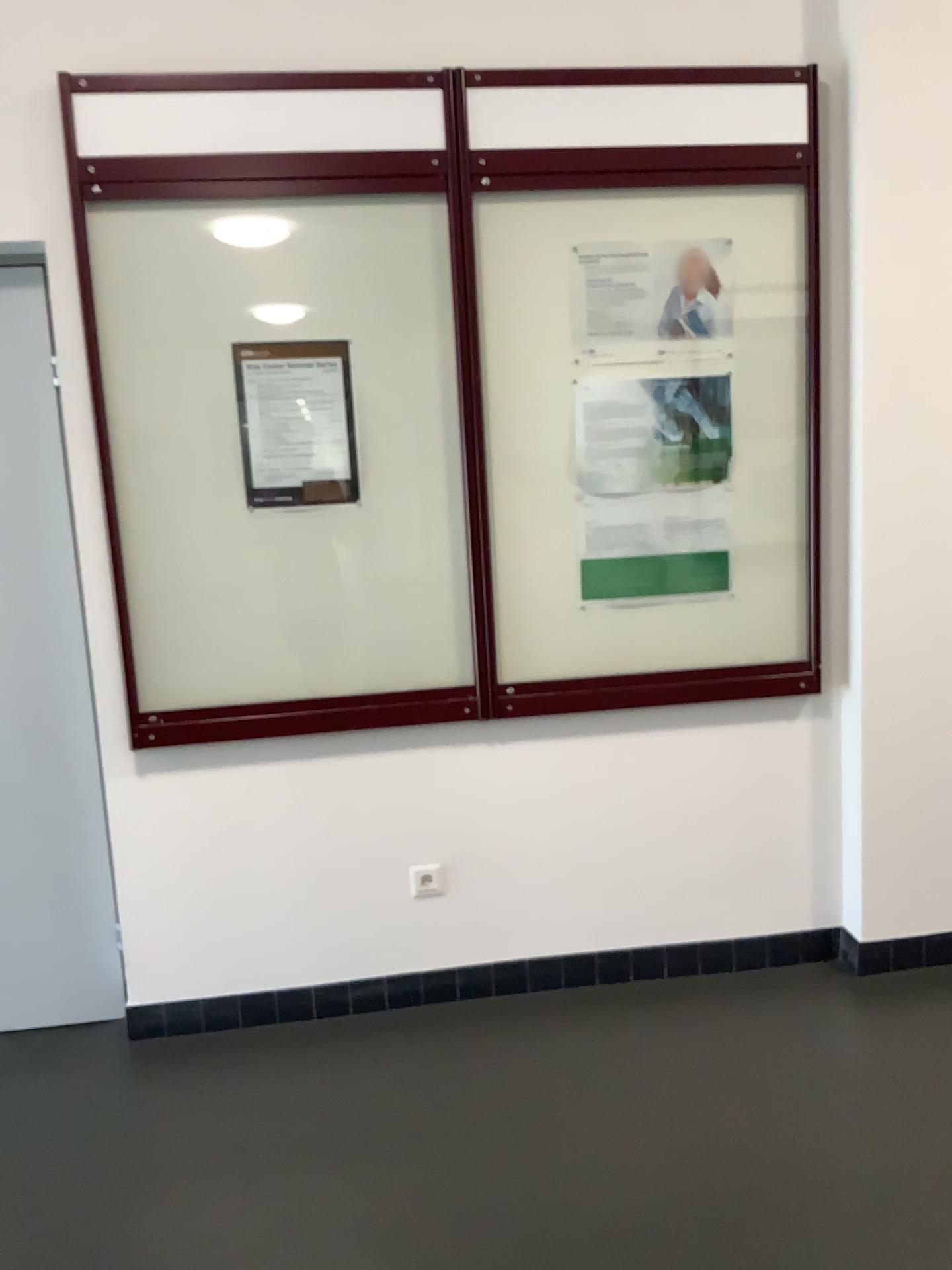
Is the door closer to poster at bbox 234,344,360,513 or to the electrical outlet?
poster at bbox 234,344,360,513

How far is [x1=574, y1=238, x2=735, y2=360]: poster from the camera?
2.70m

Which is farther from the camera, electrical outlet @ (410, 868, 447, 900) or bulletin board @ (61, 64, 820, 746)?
electrical outlet @ (410, 868, 447, 900)

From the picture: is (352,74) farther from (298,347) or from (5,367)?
(5,367)

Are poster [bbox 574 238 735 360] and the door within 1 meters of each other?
no

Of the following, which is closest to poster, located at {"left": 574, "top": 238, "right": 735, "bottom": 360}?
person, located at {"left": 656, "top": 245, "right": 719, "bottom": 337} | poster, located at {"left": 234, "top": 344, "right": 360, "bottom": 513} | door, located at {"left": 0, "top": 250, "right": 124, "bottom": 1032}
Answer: person, located at {"left": 656, "top": 245, "right": 719, "bottom": 337}

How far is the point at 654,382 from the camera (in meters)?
2.75

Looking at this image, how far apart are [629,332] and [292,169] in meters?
0.9 m

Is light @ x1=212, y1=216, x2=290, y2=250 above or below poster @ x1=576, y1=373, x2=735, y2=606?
above

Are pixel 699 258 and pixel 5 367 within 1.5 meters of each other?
no
